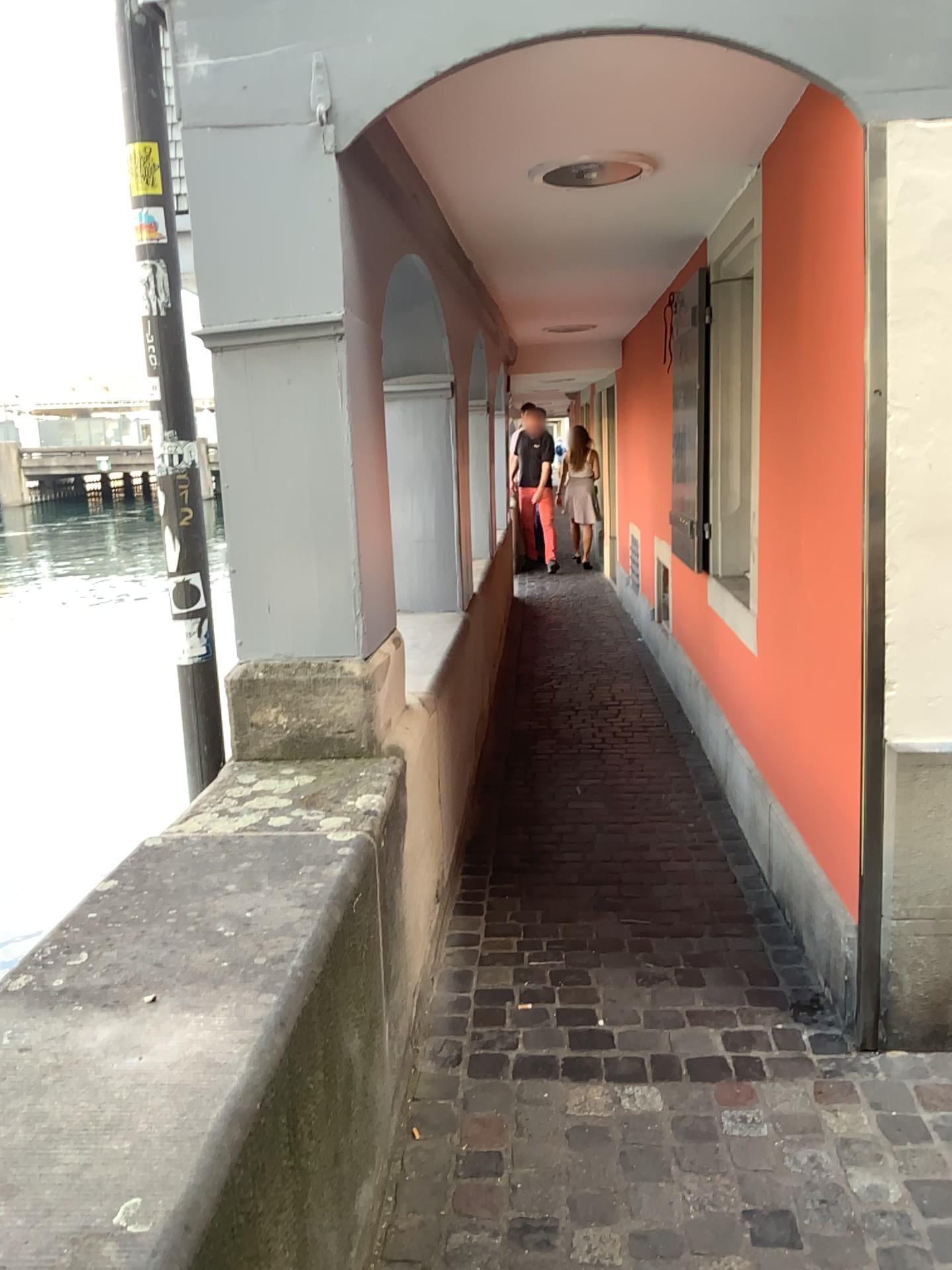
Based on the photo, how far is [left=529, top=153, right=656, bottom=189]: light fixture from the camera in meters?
3.1 m

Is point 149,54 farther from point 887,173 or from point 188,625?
point 887,173

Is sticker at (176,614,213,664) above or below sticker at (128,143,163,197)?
below

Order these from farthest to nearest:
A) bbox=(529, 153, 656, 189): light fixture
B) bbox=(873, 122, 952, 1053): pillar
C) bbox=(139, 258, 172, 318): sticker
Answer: bbox=(529, 153, 656, 189): light fixture, bbox=(139, 258, 172, 318): sticker, bbox=(873, 122, 952, 1053): pillar

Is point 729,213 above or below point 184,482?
above

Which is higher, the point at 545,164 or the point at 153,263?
the point at 545,164

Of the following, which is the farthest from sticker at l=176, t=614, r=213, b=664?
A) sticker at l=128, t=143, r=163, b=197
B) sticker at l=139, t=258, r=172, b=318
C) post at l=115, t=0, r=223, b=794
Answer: sticker at l=128, t=143, r=163, b=197

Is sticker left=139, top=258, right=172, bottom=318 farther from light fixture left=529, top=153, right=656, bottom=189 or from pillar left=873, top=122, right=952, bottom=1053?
pillar left=873, top=122, right=952, bottom=1053

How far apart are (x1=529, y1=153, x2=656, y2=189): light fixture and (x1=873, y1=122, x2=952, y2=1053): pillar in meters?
1.1 m

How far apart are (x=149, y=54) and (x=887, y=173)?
1.6 meters
